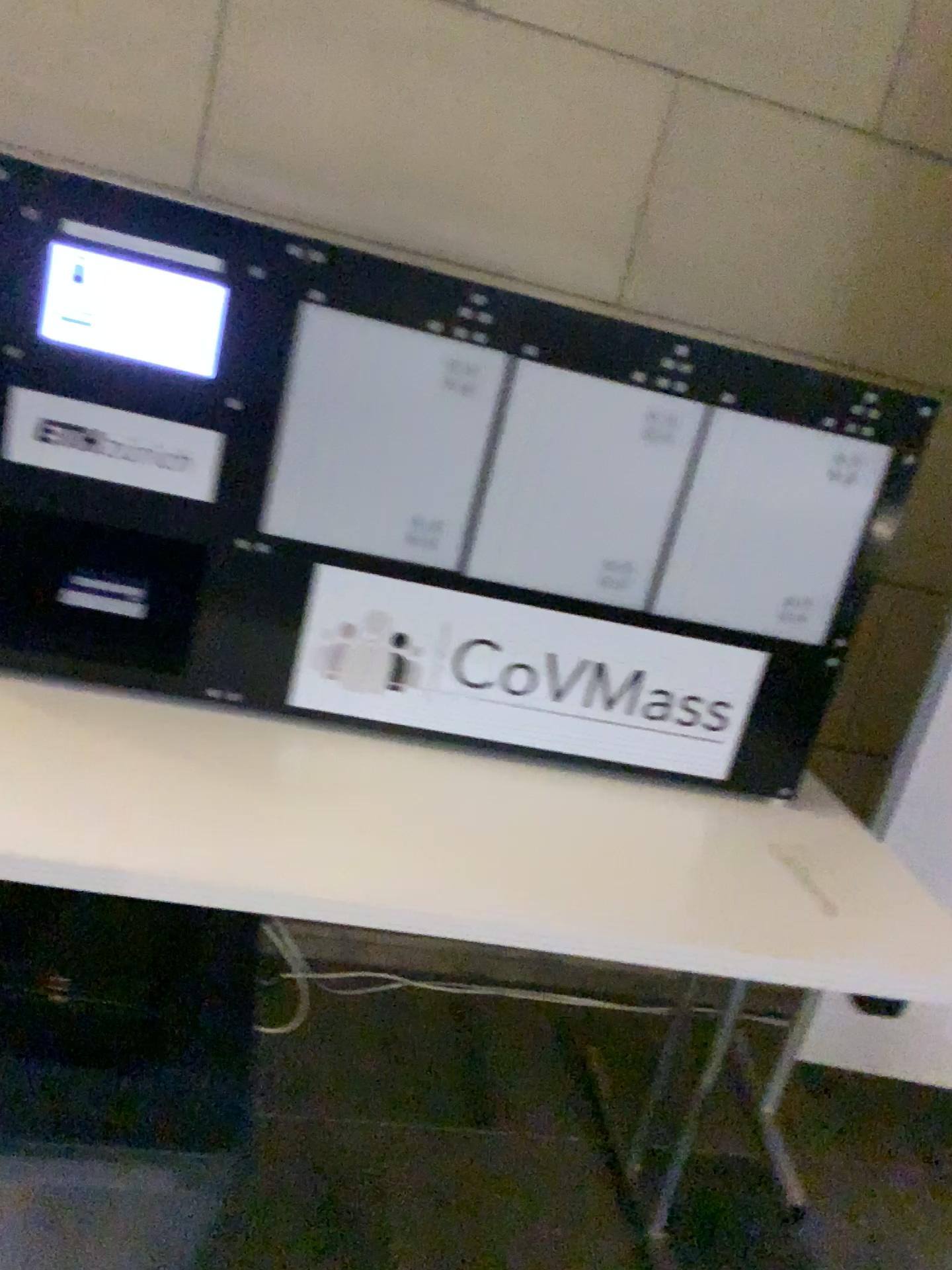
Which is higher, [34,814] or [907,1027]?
[34,814]

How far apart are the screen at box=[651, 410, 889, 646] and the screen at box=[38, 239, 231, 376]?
0.54m

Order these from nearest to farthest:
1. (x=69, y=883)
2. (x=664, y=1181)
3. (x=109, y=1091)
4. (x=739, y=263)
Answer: (x=69, y=883) < (x=109, y=1091) < (x=664, y=1181) < (x=739, y=263)

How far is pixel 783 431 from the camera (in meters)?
A: 1.18

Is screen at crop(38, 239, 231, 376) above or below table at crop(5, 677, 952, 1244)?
above

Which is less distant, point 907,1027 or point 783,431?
point 783,431

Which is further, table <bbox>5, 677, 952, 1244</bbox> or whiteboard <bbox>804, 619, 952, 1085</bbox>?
whiteboard <bbox>804, 619, 952, 1085</bbox>

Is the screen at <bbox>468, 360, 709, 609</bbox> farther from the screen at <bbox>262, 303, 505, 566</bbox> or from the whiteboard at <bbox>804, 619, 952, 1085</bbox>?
the whiteboard at <bbox>804, 619, 952, 1085</bbox>

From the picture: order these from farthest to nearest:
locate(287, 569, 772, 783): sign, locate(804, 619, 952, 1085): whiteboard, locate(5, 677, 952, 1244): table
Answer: locate(804, 619, 952, 1085): whiteboard < locate(287, 569, 772, 783): sign < locate(5, 677, 952, 1244): table

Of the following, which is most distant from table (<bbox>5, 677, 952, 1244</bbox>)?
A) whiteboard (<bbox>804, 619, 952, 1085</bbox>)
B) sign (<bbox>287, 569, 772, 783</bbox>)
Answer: whiteboard (<bbox>804, 619, 952, 1085</bbox>)
